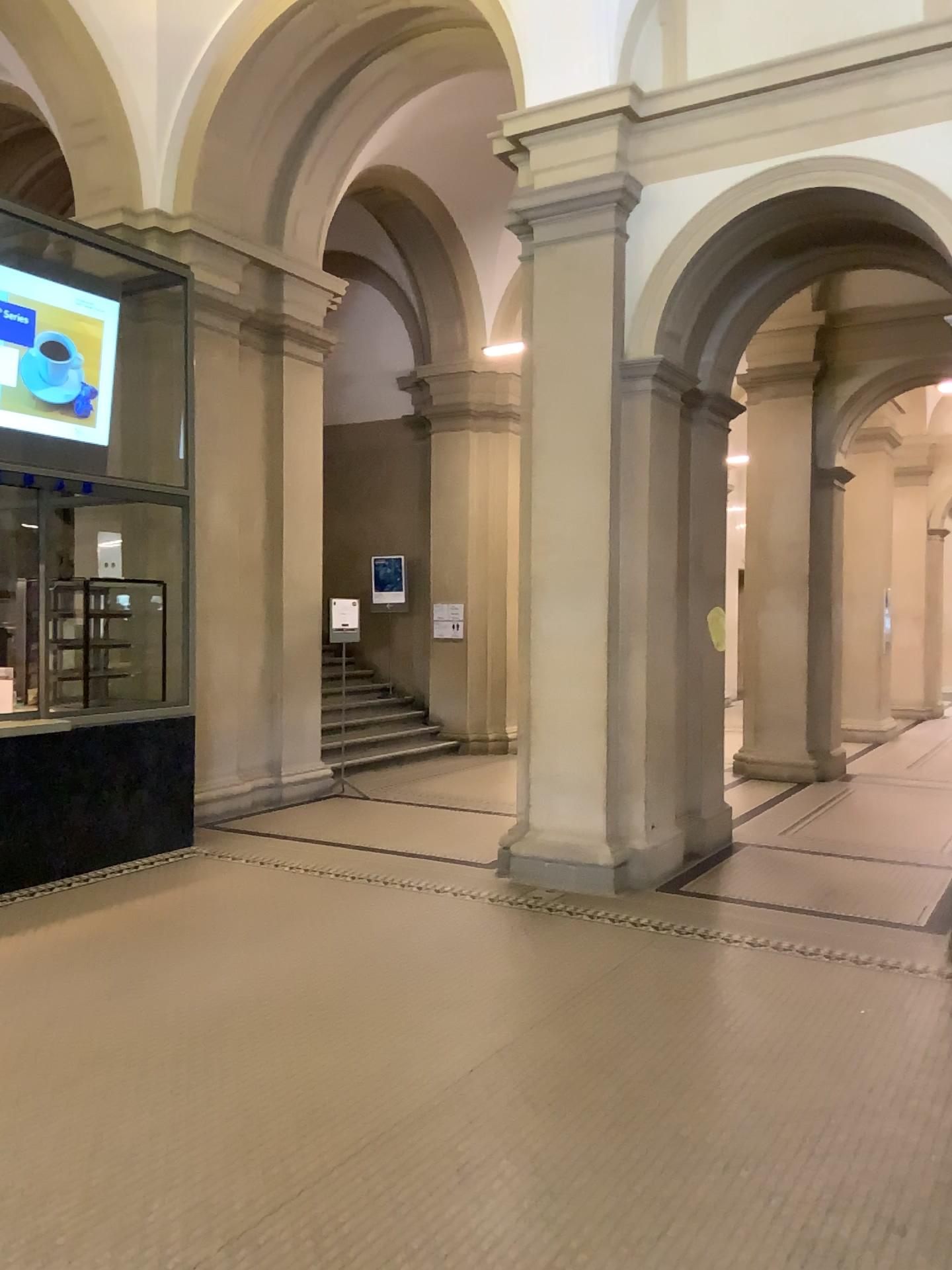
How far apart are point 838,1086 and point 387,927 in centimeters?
237cm
